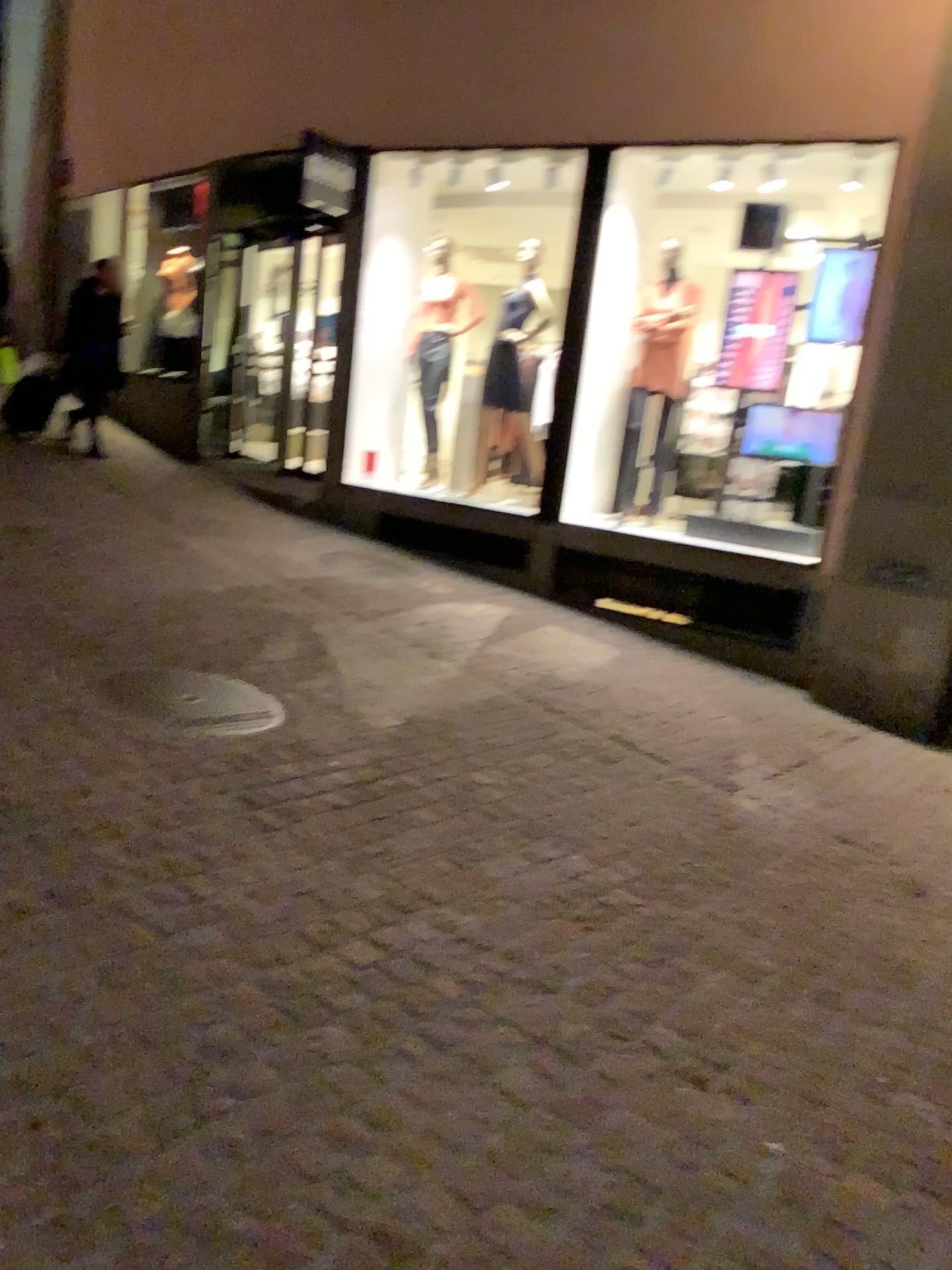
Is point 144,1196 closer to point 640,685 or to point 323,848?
point 323,848
